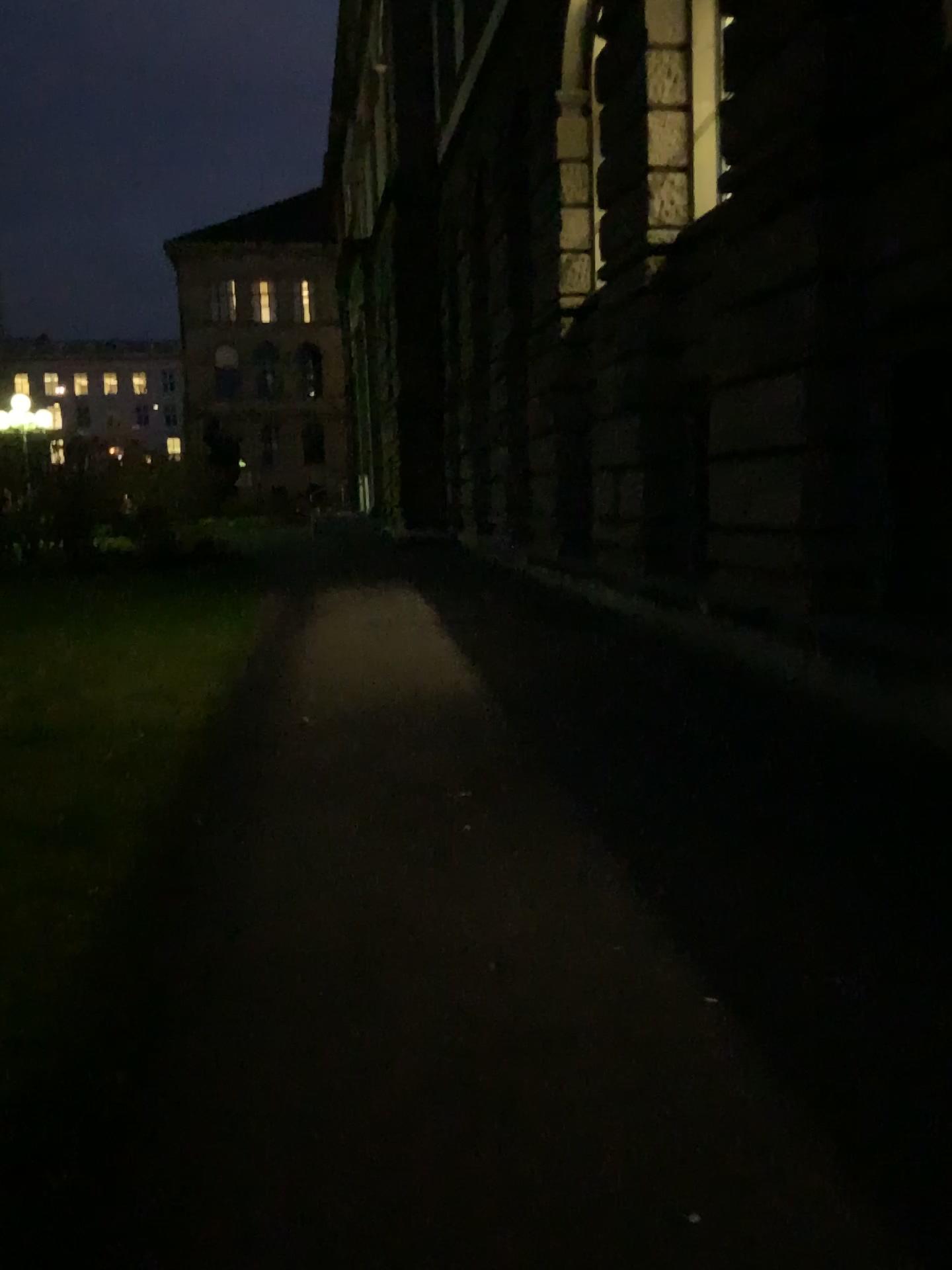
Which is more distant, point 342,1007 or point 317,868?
point 317,868
